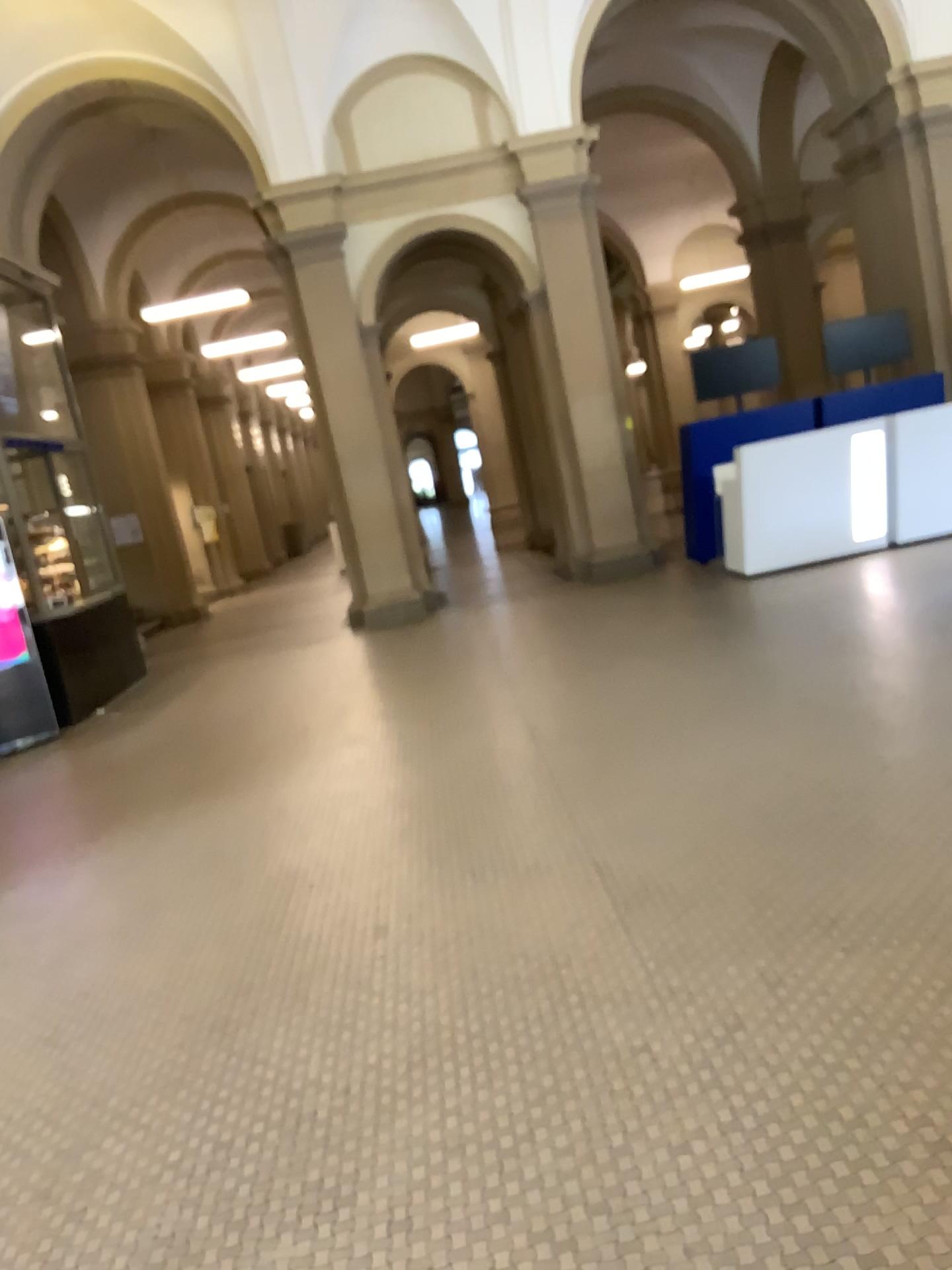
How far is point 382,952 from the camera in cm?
340
